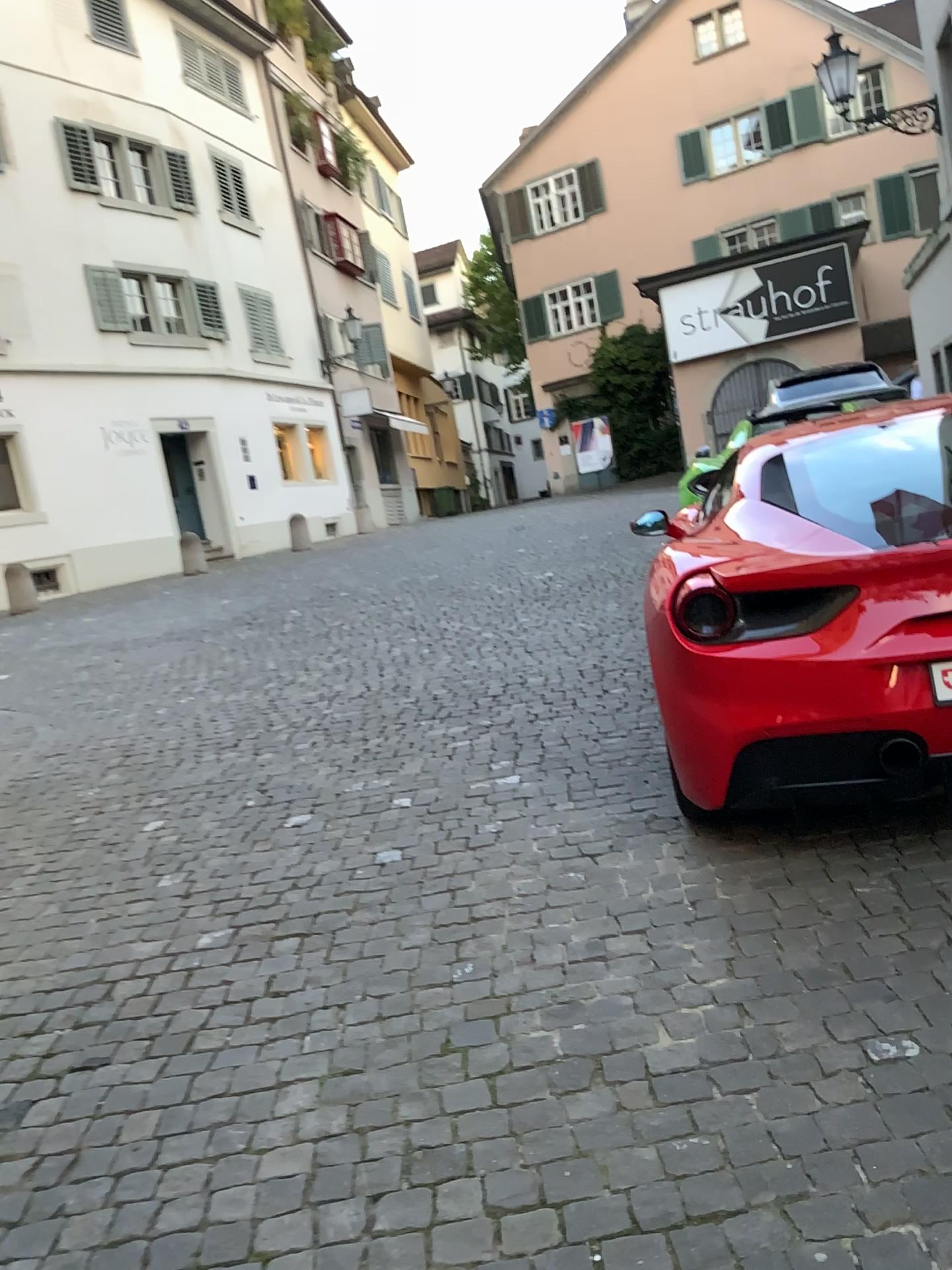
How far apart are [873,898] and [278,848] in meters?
2.1 m
